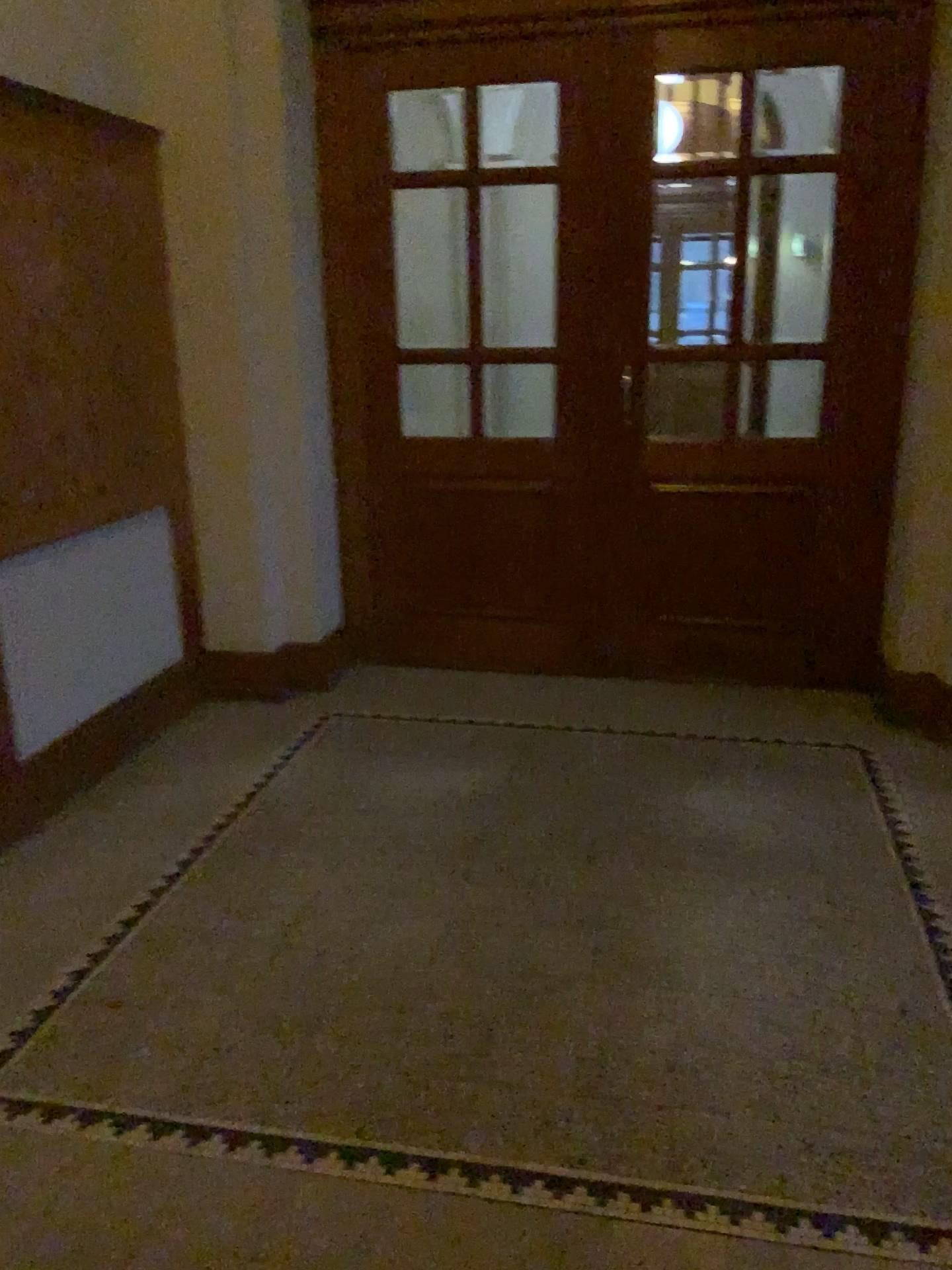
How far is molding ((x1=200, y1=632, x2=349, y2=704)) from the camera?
4.5 meters

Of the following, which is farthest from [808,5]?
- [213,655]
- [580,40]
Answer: [213,655]

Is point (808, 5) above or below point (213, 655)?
above

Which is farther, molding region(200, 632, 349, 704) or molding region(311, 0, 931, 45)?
molding region(200, 632, 349, 704)

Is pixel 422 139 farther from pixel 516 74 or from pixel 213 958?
pixel 213 958

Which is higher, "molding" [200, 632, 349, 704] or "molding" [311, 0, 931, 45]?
"molding" [311, 0, 931, 45]

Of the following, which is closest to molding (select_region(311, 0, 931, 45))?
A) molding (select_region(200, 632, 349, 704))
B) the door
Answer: the door

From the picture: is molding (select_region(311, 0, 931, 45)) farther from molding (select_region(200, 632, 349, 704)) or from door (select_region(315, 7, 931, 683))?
molding (select_region(200, 632, 349, 704))

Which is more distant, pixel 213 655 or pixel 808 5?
pixel 213 655
